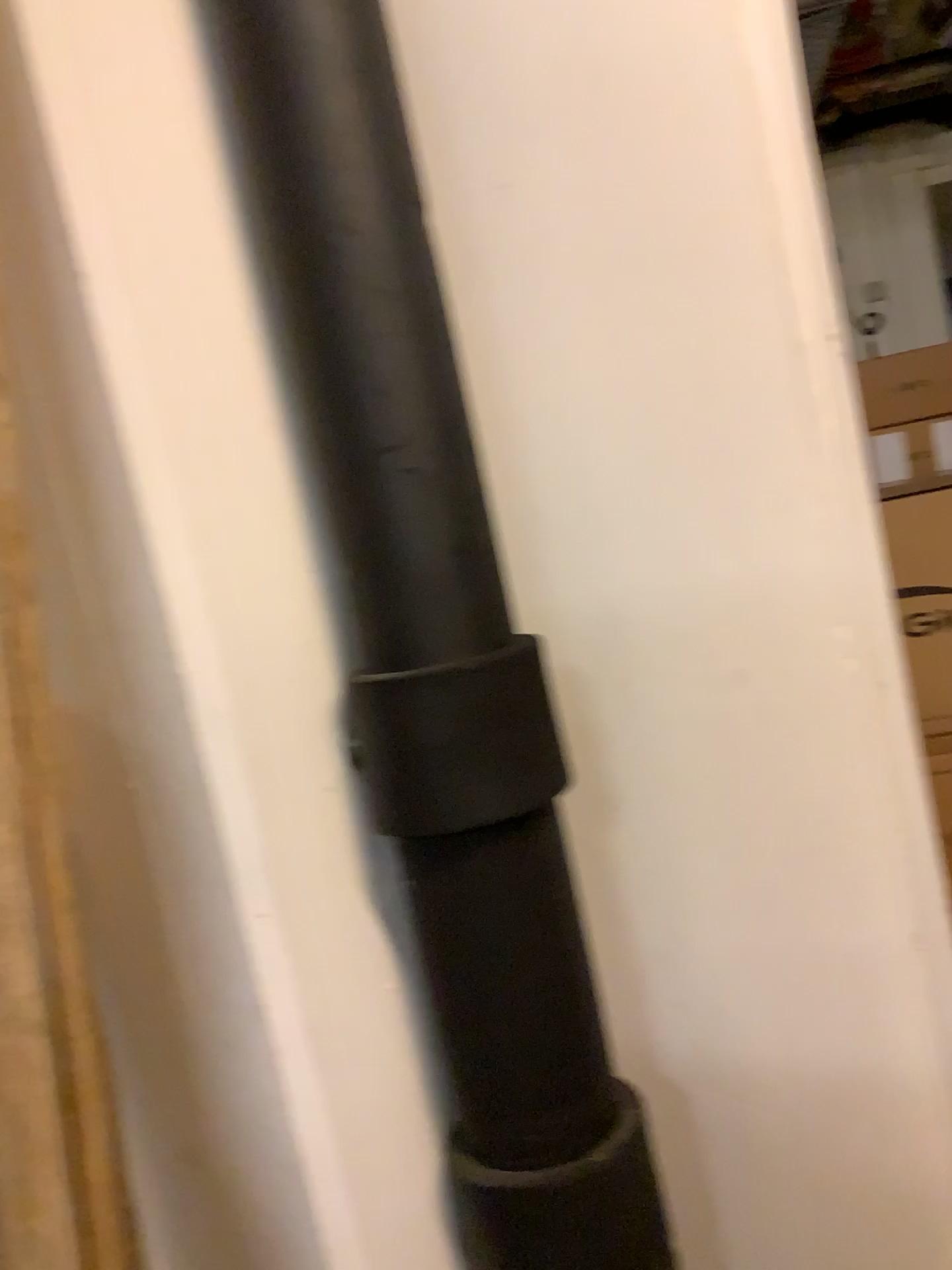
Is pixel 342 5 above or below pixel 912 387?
above

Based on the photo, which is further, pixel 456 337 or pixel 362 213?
pixel 456 337

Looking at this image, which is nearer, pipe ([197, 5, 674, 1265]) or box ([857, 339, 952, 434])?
pipe ([197, 5, 674, 1265])

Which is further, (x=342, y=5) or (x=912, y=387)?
(x=912, y=387)

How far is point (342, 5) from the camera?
0.9m

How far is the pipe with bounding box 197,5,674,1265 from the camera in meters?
0.9
